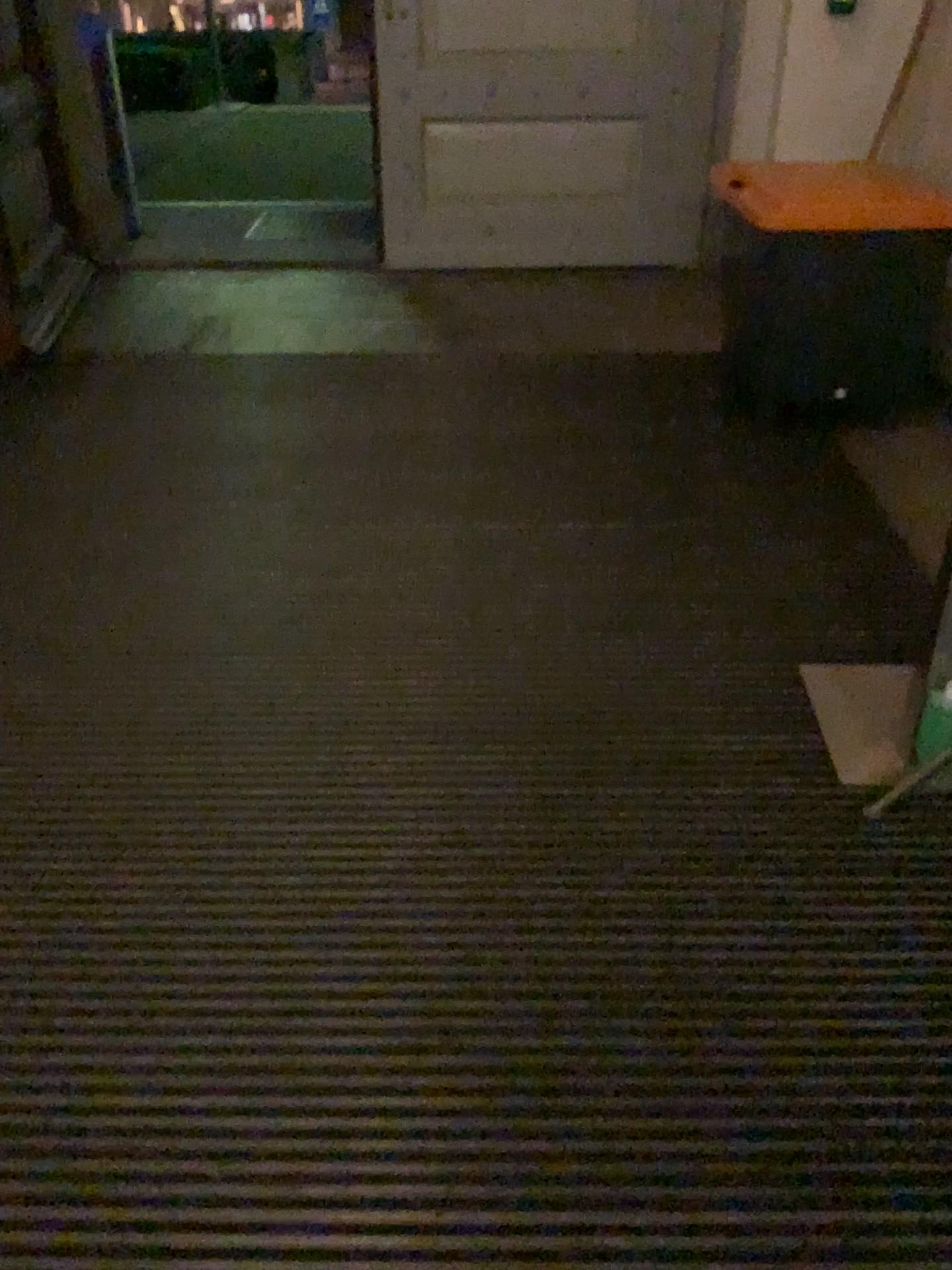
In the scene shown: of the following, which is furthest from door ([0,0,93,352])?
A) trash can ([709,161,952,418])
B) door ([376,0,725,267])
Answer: trash can ([709,161,952,418])

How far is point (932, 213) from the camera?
3.1 meters

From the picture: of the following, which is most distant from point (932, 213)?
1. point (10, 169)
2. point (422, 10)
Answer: point (10, 169)

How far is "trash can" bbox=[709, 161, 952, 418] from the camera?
3.1 meters

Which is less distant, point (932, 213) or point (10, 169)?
point (932, 213)

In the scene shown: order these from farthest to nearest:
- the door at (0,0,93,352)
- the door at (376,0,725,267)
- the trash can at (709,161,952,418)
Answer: the door at (376,0,725,267) → the door at (0,0,93,352) → the trash can at (709,161,952,418)

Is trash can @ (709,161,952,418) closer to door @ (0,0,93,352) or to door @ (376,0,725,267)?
door @ (376,0,725,267)

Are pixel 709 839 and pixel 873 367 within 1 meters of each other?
no

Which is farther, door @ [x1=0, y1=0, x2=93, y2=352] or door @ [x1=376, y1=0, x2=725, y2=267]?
door @ [x1=376, y1=0, x2=725, y2=267]
